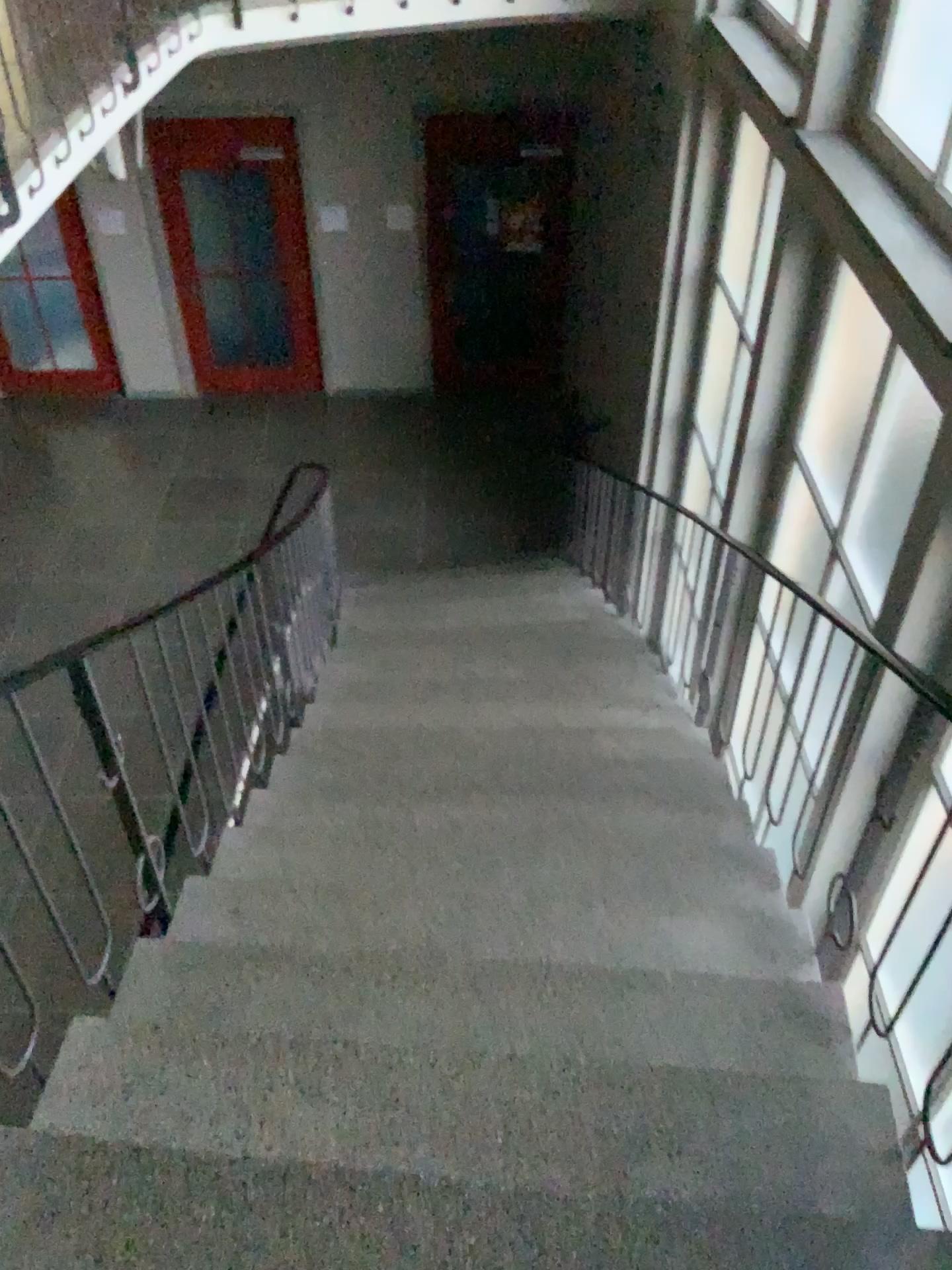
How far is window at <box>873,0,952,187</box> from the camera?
2.8 meters

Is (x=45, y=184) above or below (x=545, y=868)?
above

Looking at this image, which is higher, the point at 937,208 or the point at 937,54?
the point at 937,54

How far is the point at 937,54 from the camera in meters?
2.8
